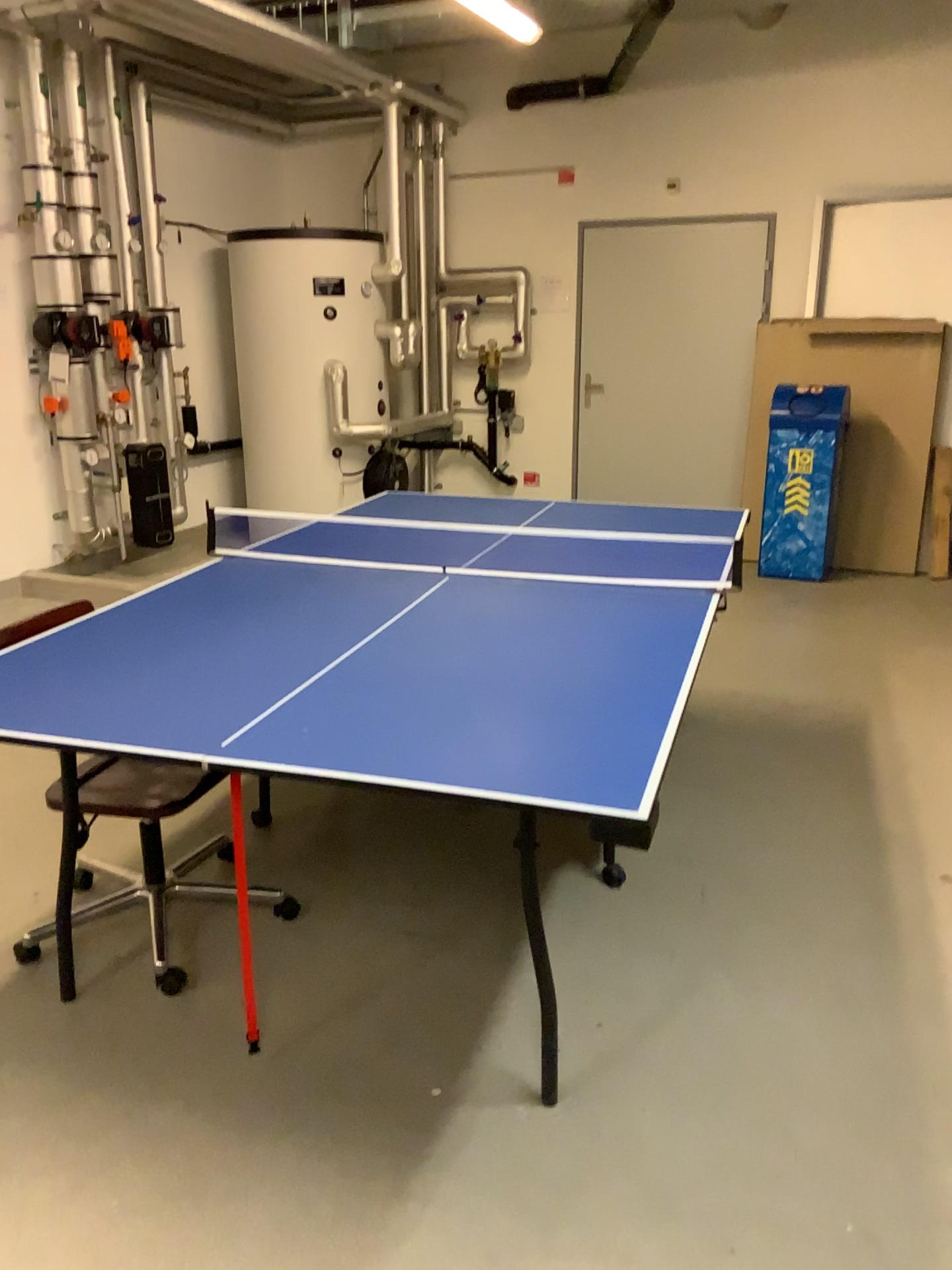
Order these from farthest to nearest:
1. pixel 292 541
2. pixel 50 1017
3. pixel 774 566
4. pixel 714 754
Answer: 1. pixel 774 566
2. pixel 714 754
3. pixel 292 541
4. pixel 50 1017
